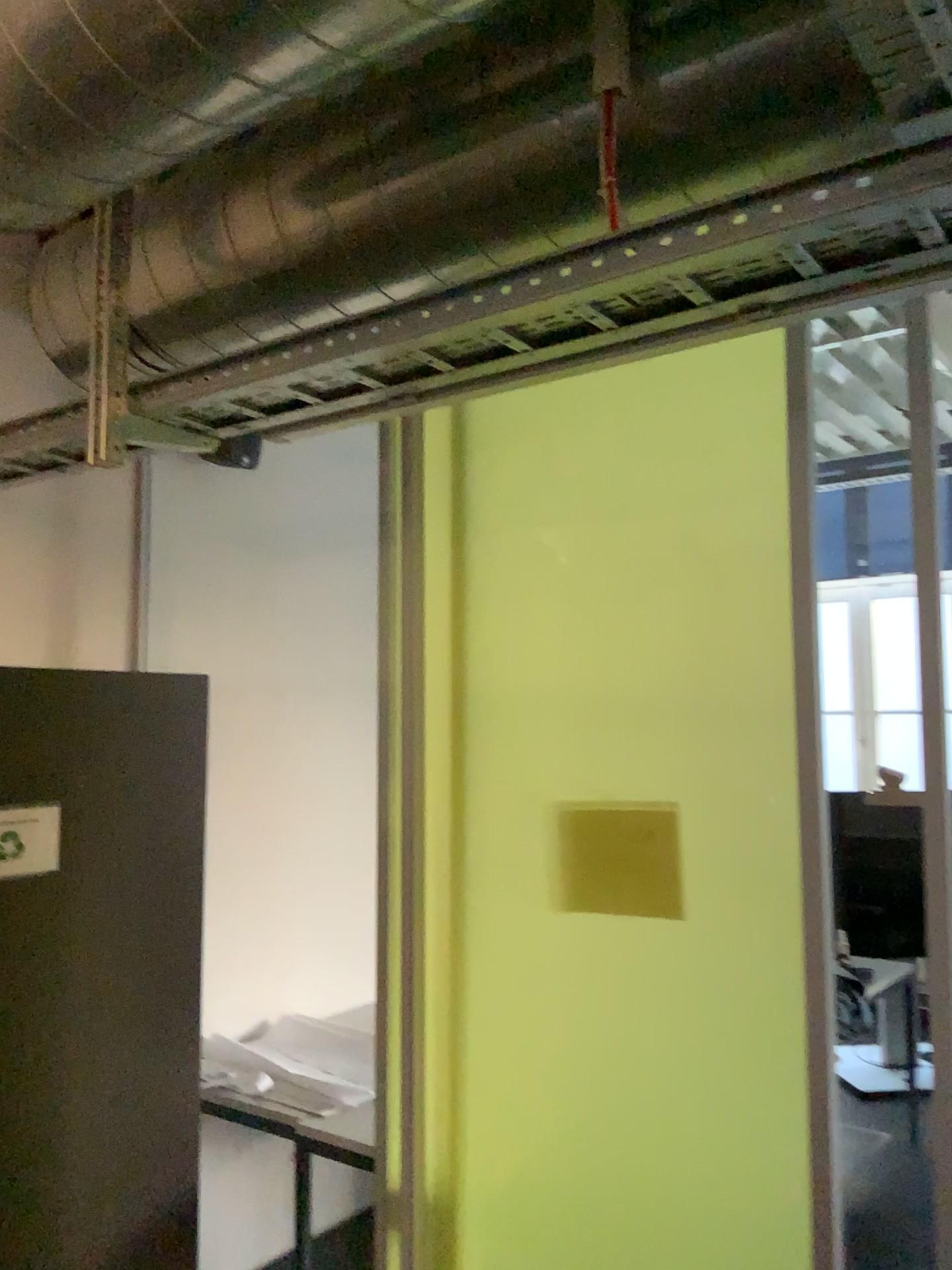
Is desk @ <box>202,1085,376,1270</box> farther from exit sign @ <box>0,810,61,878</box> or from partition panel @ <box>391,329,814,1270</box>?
exit sign @ <box>0,810,61,878</box>

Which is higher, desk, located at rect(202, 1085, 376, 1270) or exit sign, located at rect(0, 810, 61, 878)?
exit sign, located at rect(0, 810, 61, 878)

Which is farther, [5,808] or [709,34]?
[5,808]

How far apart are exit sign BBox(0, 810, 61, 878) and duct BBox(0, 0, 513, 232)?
1.3m

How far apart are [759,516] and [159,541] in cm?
201

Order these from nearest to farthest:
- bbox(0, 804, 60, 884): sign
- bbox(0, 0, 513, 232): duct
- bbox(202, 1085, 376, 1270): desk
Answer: bbox(0, 0, 513, 232): duct, bbox(0, 804, 60, 884): sign, bbox(202, 1085, 376, 1270): desk

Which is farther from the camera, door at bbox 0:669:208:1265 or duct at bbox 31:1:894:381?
door at bbox 0:669:208:1265

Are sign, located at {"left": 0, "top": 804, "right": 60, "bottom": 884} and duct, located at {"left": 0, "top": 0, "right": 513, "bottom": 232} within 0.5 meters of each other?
no

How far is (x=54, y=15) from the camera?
1.2m

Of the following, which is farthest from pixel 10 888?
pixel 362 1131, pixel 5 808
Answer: pixel 362 1131
